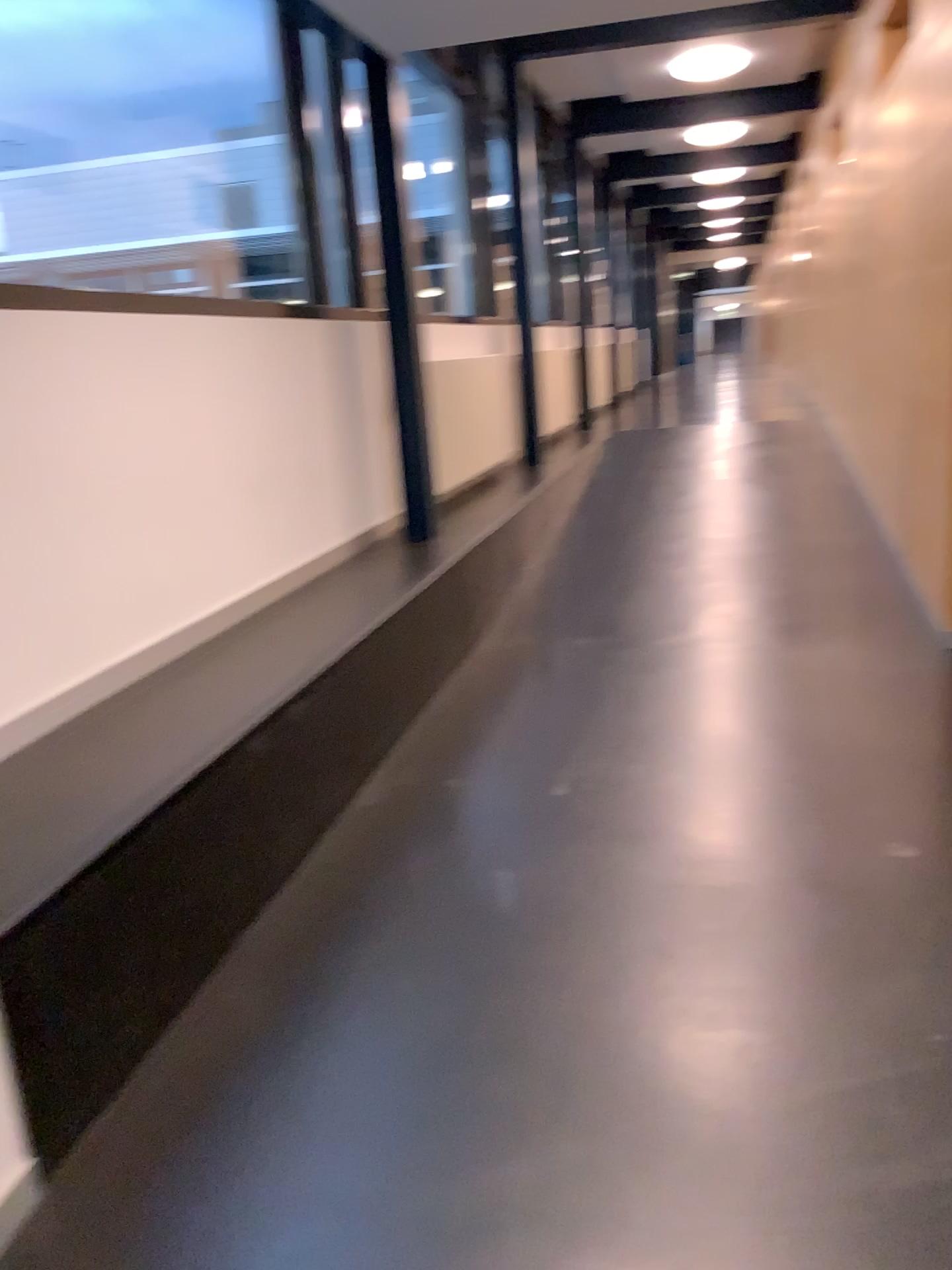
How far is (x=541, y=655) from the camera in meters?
4.7 m
